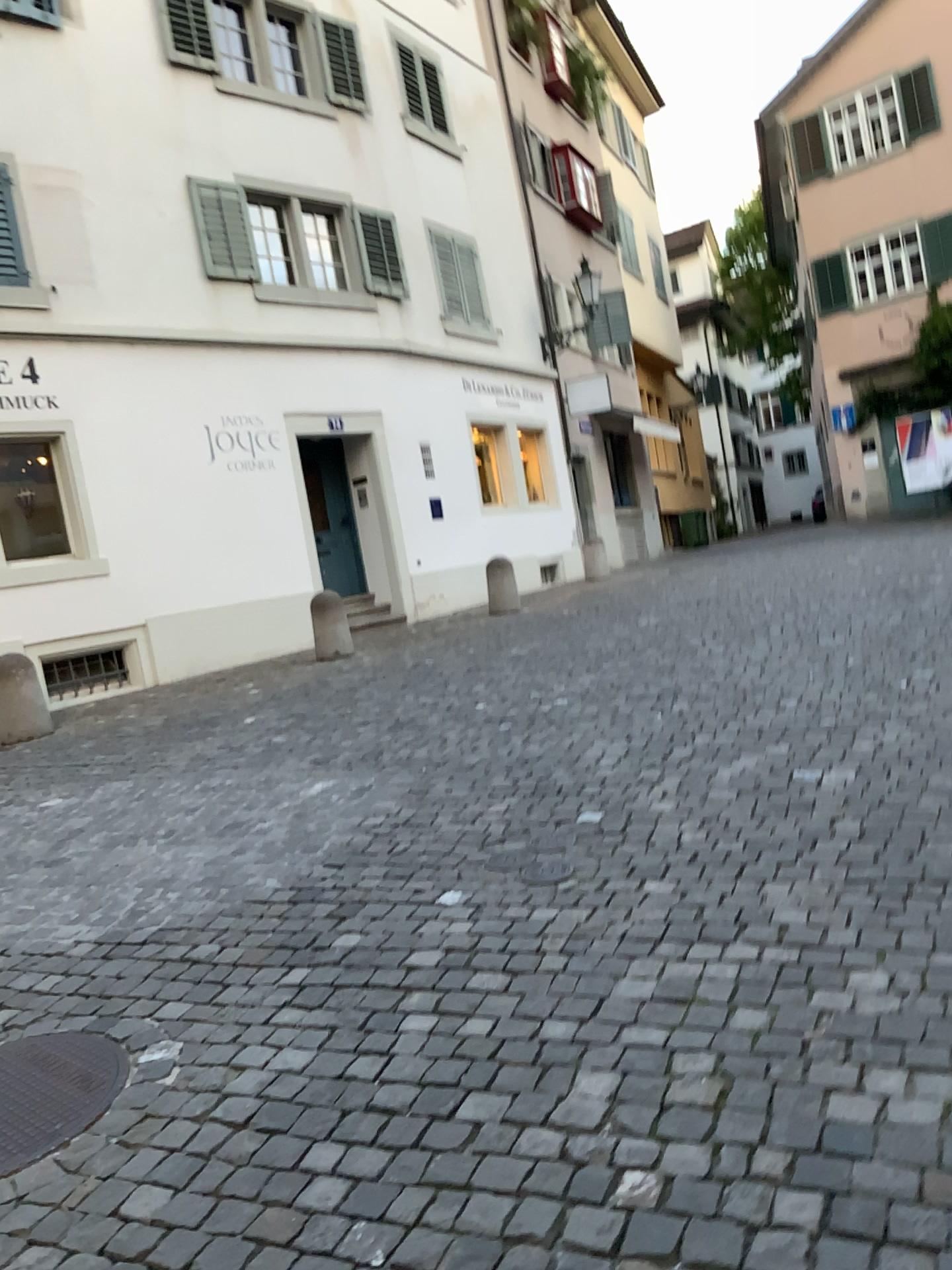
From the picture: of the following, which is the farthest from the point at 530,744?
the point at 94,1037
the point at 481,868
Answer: the point at 94,1037
